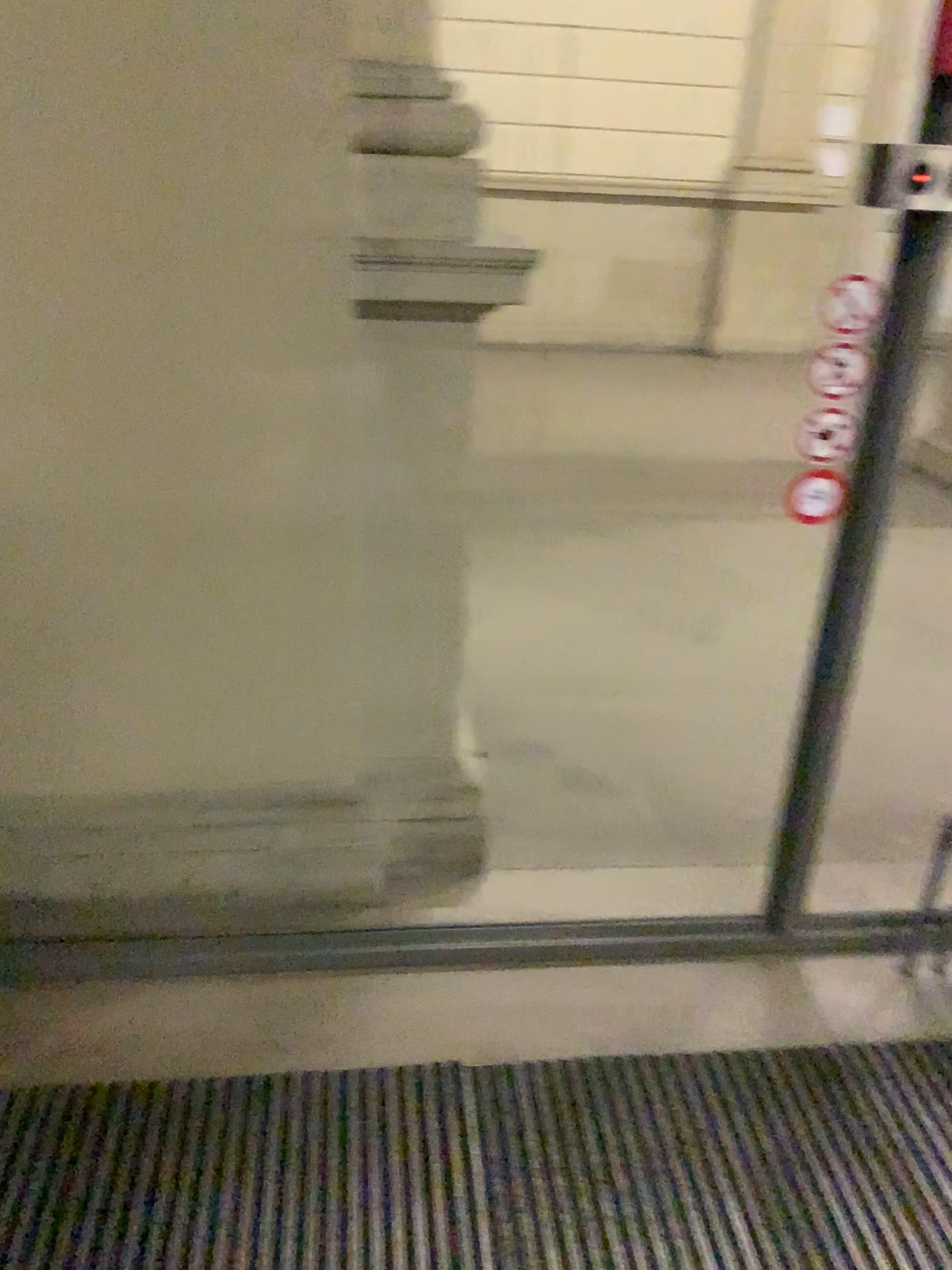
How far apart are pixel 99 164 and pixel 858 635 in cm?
151
